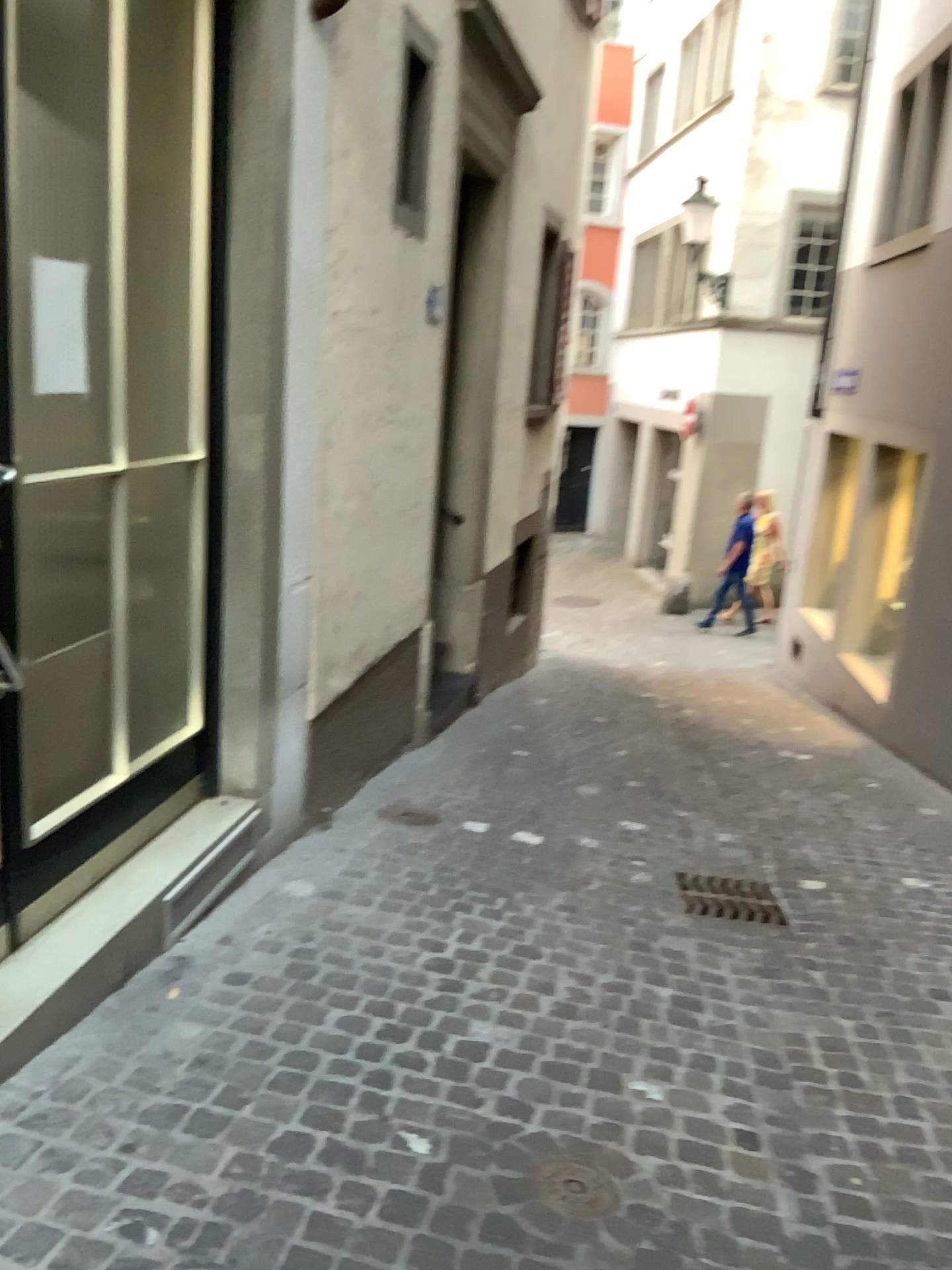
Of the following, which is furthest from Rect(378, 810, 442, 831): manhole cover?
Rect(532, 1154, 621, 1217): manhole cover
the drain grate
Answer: Rect(532, 1154, 621, 1217): manhole cover

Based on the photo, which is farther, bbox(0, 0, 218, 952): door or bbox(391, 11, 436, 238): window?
bbox(391, 11, 436, 238): window

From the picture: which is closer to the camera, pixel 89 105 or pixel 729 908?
pixel 89 105

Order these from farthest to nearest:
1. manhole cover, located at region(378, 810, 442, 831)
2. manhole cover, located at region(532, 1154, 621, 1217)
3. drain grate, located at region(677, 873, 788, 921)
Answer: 1. manhole cover, located at region(378, 810, 442, 831)
2. drain grate, located at region(677, 873, 788, 921)
3. manhole cover, located at region(532, 1154, 621, 1217)

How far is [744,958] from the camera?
3.3 meters

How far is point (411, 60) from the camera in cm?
378

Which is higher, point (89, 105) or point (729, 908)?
point (89, 105)

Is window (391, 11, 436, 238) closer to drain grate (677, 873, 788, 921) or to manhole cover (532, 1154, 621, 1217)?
drain grate (677, 873, 788, 921)

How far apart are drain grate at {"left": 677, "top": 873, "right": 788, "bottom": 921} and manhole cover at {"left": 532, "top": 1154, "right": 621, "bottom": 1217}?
1.6m

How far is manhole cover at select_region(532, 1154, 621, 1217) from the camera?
2.1 meters
